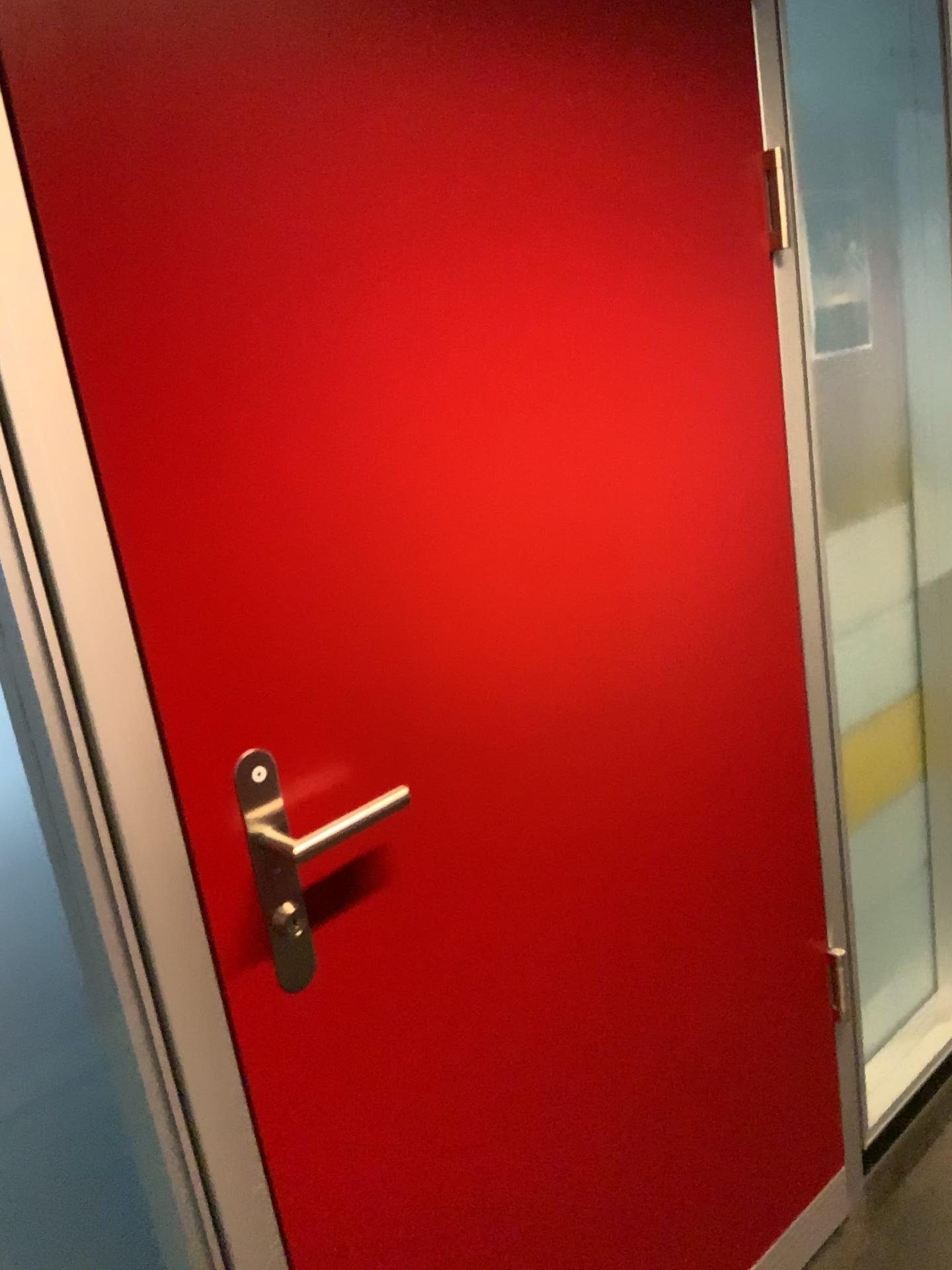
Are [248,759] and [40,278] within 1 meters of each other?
yes

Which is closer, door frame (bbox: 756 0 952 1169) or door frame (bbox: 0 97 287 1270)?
door frame (bbox: 0 97 287 1270)

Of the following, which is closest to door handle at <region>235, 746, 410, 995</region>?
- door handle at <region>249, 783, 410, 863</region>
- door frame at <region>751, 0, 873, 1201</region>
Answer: door handle at <region>249, 783, 410, 863</region>

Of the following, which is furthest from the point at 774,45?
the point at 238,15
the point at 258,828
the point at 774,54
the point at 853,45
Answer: the point at 258,828

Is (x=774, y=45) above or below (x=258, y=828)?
above

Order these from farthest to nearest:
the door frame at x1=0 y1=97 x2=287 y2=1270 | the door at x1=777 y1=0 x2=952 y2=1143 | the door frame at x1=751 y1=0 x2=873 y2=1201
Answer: the door at x1=777 y1=0 x2=952 y2=1143 → the door frame at x1=751 y1=0 x2=873 y2=1201 → the door frame at x1=0 y1=97 x2=287 y2=1270

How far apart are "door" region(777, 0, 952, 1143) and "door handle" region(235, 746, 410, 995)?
1.0m

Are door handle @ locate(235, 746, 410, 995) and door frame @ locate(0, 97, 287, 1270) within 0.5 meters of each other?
yes

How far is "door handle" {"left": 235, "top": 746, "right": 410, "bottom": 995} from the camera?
0.93m

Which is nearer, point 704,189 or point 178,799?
point 178,799
